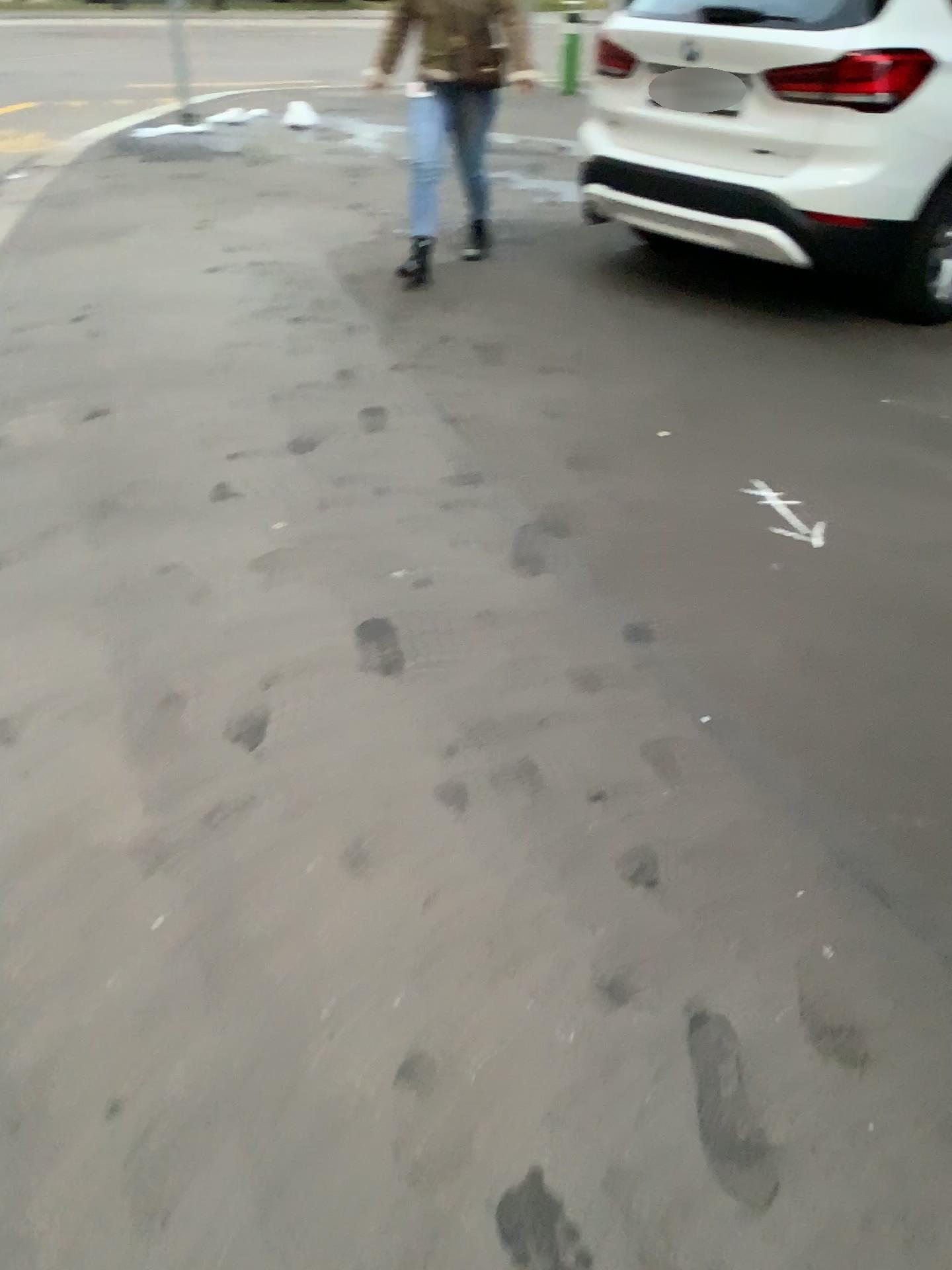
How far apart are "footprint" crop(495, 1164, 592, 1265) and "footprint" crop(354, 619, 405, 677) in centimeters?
118cm

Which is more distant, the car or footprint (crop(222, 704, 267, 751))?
the car

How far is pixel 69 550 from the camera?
2.7 meters

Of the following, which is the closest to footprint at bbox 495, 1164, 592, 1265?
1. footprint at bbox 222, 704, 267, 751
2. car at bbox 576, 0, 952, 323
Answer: footprint at bbox 222, 704, 267, 751

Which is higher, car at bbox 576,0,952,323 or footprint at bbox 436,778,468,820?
car at bbox 576,0,952,323

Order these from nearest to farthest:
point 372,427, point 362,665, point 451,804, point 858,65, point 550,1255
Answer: point 550,1255 → point 451,804 → point 362,665 → point 372,427 → point 858,65

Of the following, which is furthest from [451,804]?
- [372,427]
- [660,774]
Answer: [372,427]

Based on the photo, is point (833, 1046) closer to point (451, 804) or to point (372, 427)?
point (451, 804)

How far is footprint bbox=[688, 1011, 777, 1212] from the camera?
1.35m

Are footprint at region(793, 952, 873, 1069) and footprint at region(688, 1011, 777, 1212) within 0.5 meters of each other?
yes
